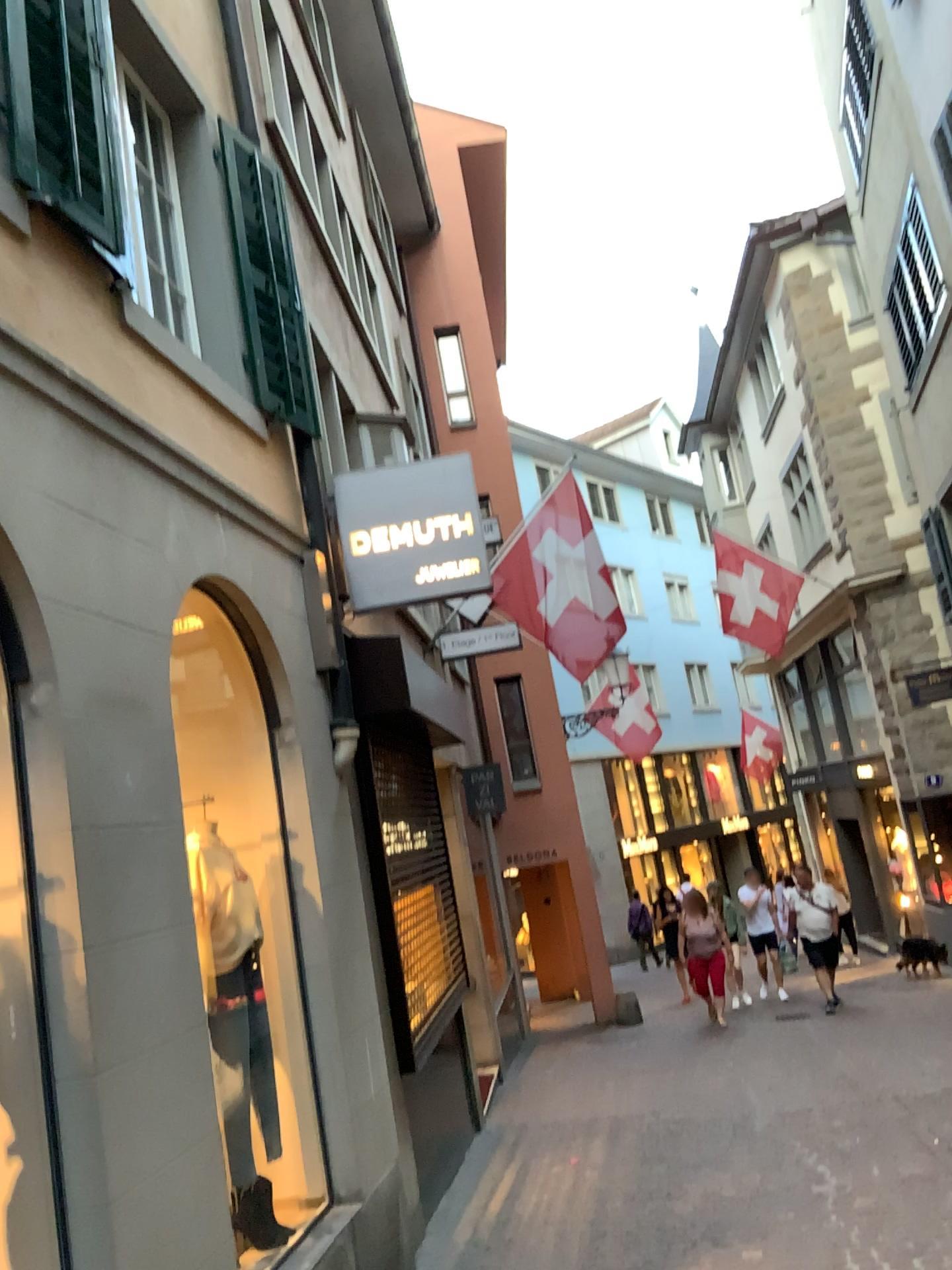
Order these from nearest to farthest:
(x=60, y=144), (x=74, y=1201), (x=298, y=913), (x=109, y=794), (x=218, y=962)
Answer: (x=74, y=1201) → (x=109, y=794) → (x=60, y=144) → (x=218, y=962) → (x=298, y=913)
